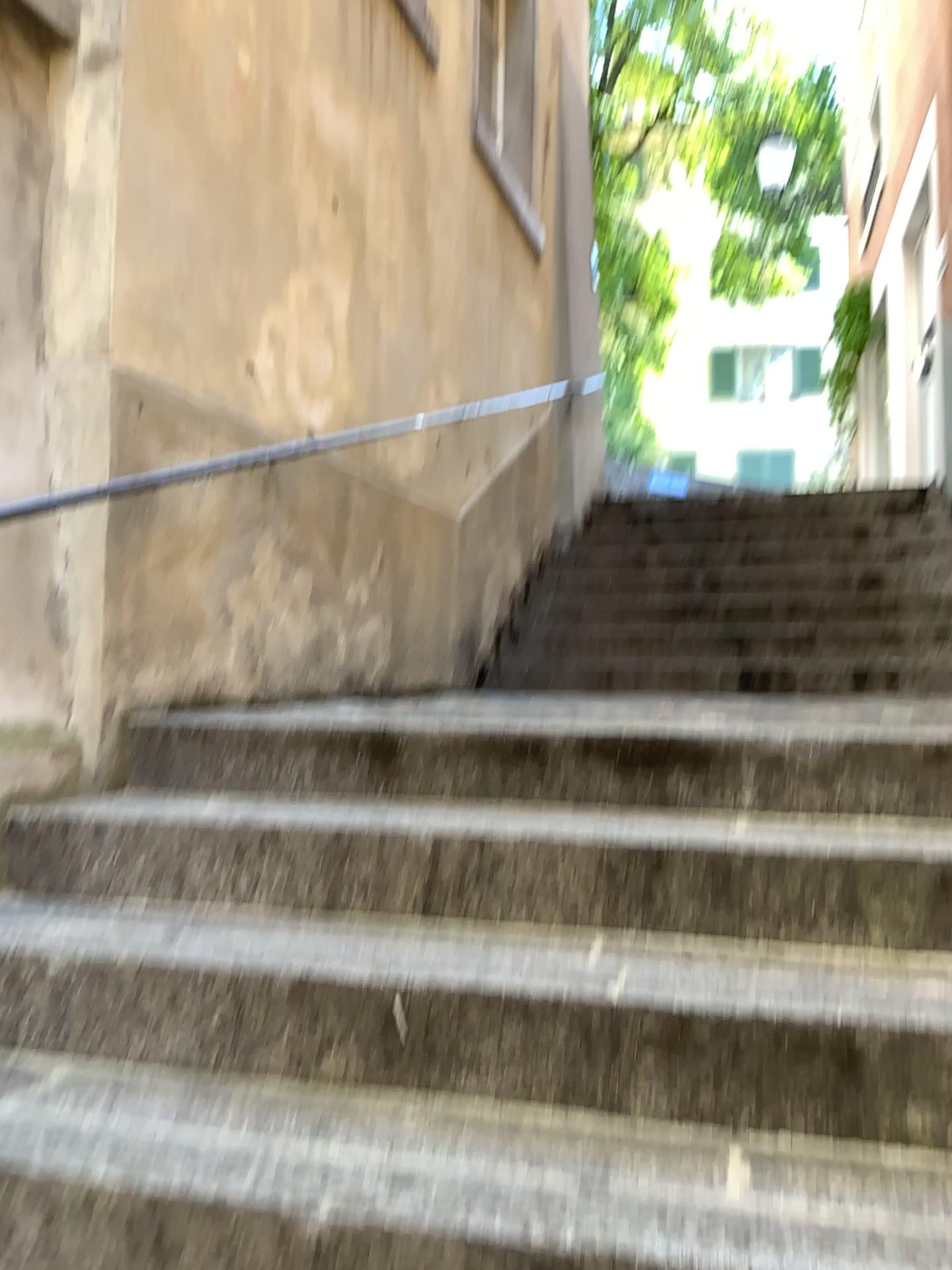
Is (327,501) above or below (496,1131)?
above
